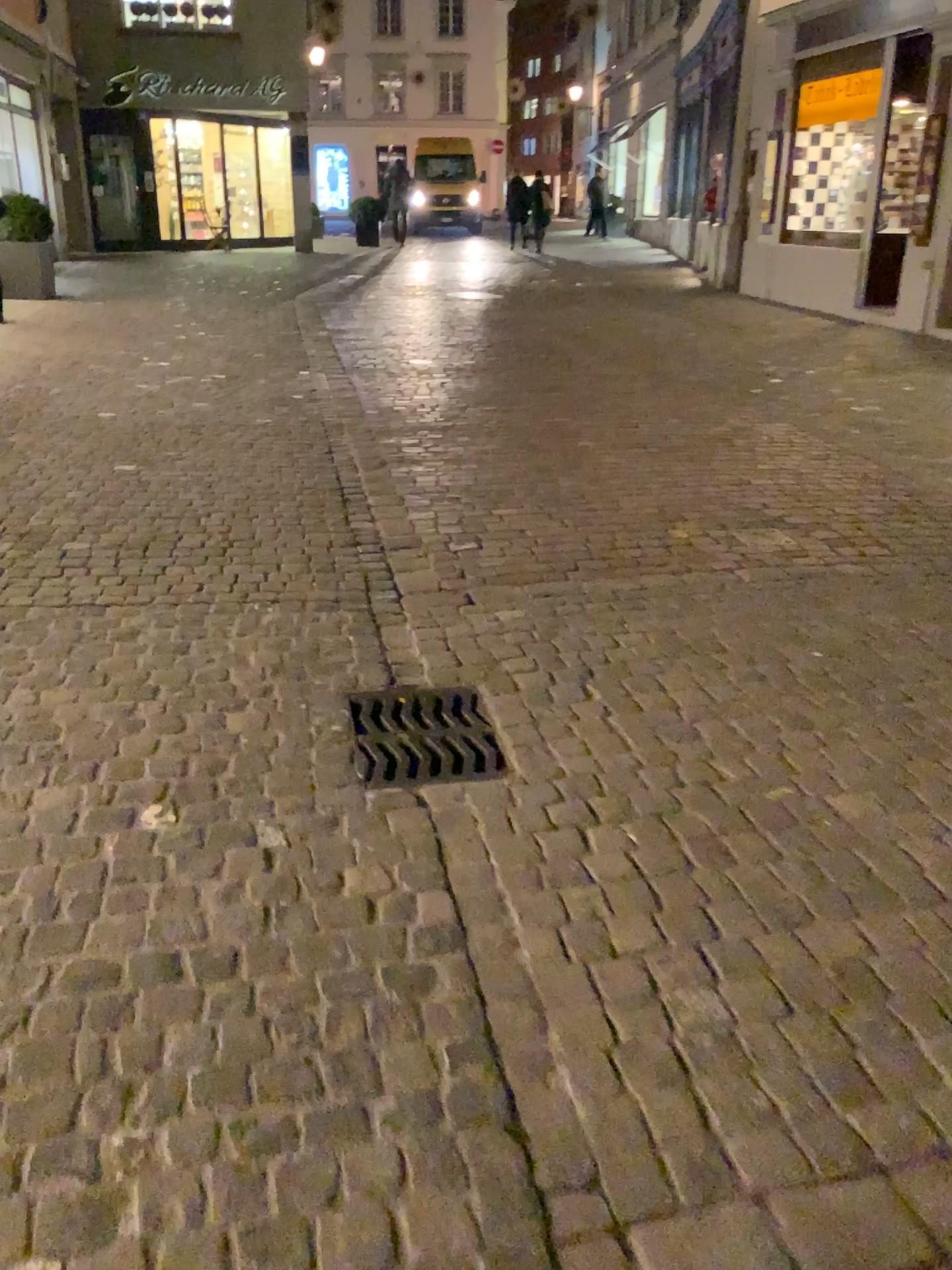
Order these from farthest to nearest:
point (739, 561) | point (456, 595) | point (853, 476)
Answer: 1. point (853, 476)
2. point (739, 561)
3. point (456, 595)
